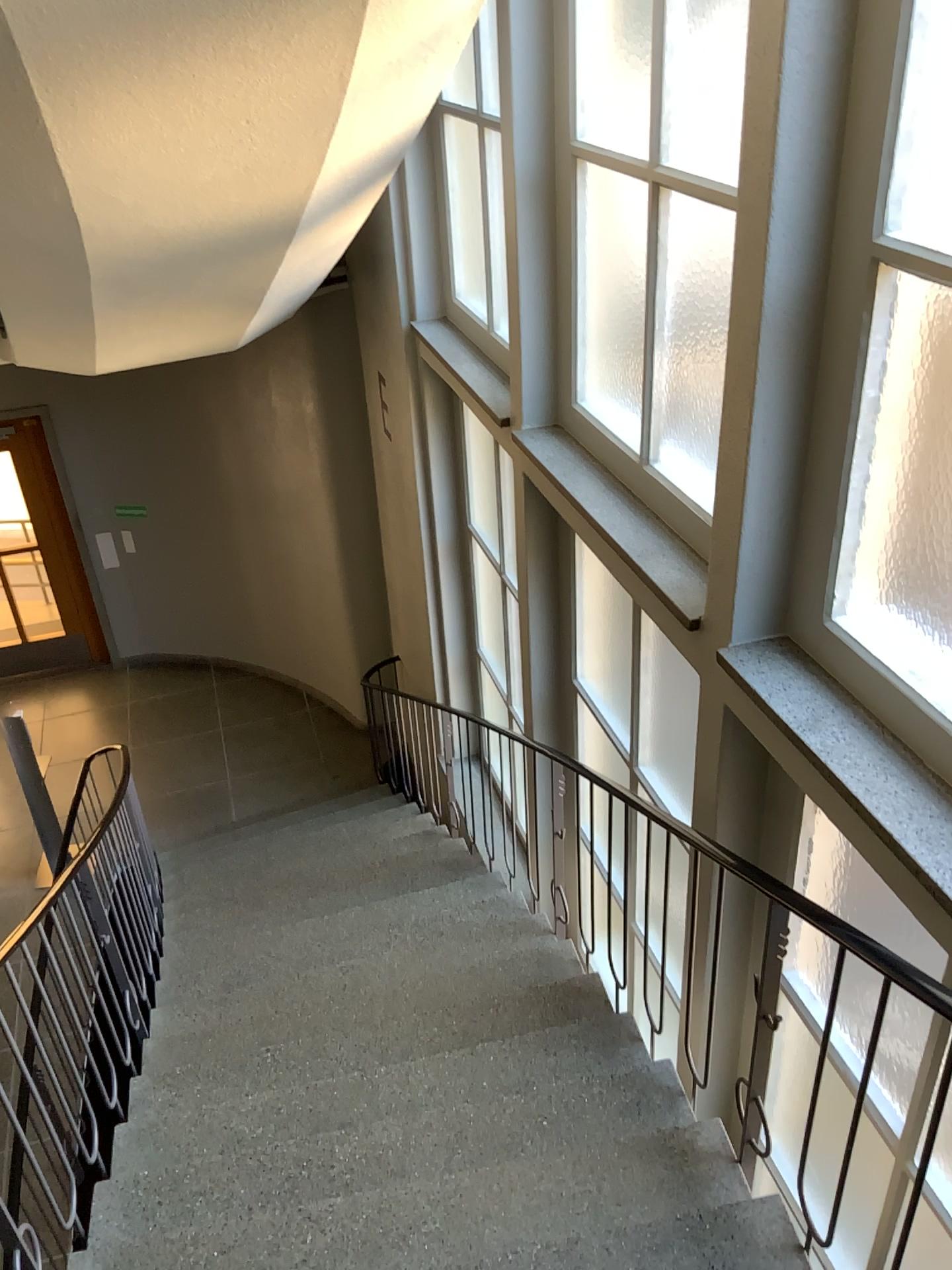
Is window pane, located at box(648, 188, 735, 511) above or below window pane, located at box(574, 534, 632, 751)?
above

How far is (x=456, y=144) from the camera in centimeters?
452cm

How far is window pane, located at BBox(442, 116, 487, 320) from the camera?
4.52m

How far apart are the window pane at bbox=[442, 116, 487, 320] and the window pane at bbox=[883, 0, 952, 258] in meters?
2.8 m

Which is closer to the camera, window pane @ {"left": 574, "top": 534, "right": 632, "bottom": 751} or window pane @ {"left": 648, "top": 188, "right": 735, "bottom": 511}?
window pane @ {"left": 648, "top": 188, "right": 735, "bottom": 511}

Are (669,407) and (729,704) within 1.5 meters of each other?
yes

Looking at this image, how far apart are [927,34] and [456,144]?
2.94m

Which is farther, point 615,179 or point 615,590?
point 615,590

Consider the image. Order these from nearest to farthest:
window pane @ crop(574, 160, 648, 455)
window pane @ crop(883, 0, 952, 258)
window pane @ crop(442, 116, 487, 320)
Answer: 1. window pane @ crop(883, 0, 952, 258)
2. window pane @ crop(574, 160, 648, 455)
3. window pane @ crop(442, 116, 487, 320)

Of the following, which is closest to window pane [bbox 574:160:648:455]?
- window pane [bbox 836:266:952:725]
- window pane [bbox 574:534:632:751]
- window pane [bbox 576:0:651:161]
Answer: window pane [bbox 576:0:651:161]
